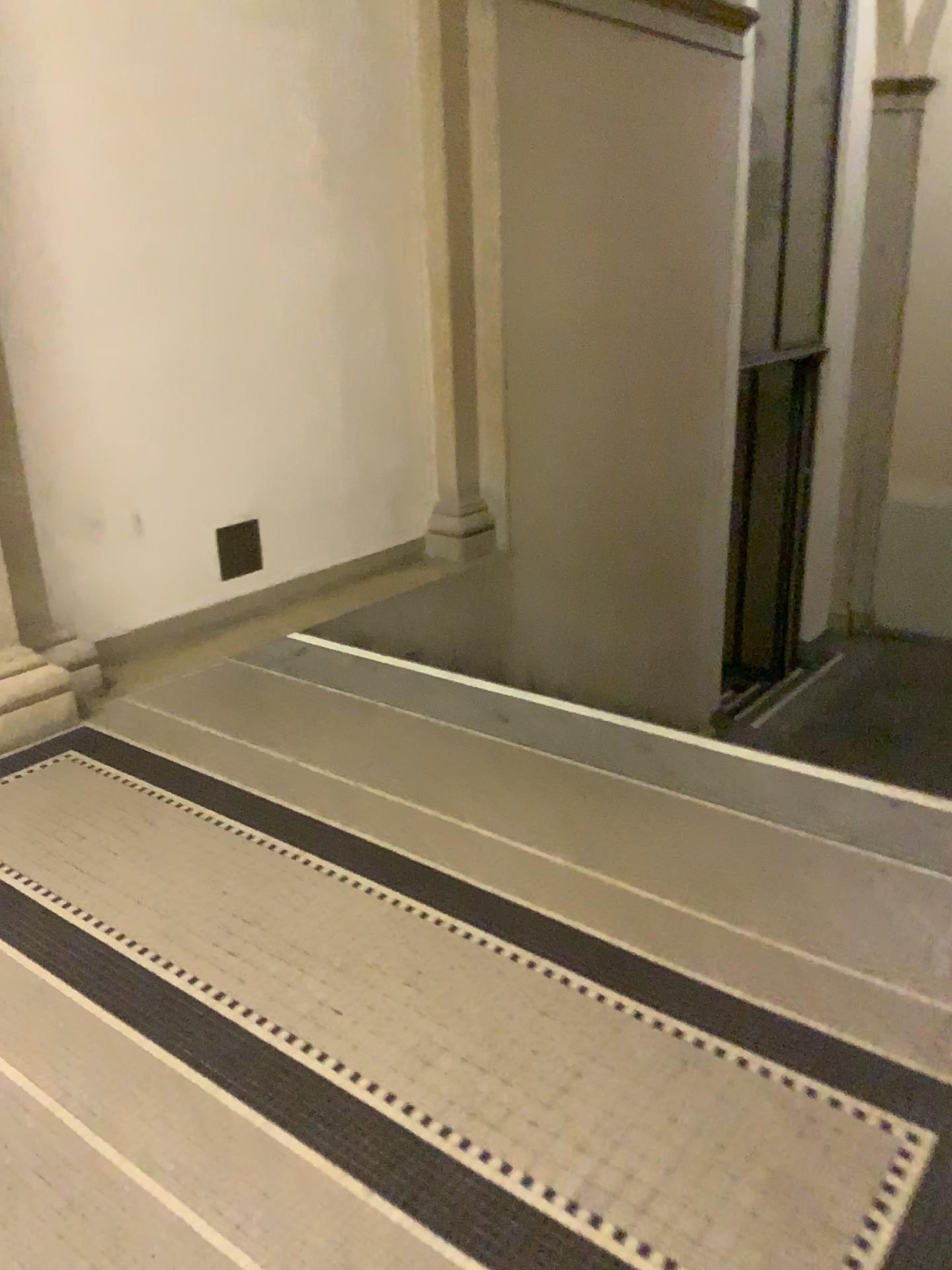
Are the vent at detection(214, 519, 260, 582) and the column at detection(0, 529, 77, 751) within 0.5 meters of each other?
no

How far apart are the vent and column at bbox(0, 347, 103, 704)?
0.7m

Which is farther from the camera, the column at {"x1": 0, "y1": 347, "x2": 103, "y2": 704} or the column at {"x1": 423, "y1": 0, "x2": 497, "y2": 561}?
the column at {"x1": 423, "y1": 0, "x2": 497, "y2": 561}

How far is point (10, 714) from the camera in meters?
3.1

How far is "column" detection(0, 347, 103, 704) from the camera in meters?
3.2

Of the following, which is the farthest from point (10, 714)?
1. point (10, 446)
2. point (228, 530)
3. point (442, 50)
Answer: point (442, 50)

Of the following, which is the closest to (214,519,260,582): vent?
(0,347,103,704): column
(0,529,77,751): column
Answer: (0,347,103,704): column

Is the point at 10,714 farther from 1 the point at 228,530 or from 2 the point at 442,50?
2 the point at 442,50

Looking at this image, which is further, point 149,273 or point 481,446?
point 481,446

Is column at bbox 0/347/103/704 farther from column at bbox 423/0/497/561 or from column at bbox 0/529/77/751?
column at bbox 423/0/497/561
